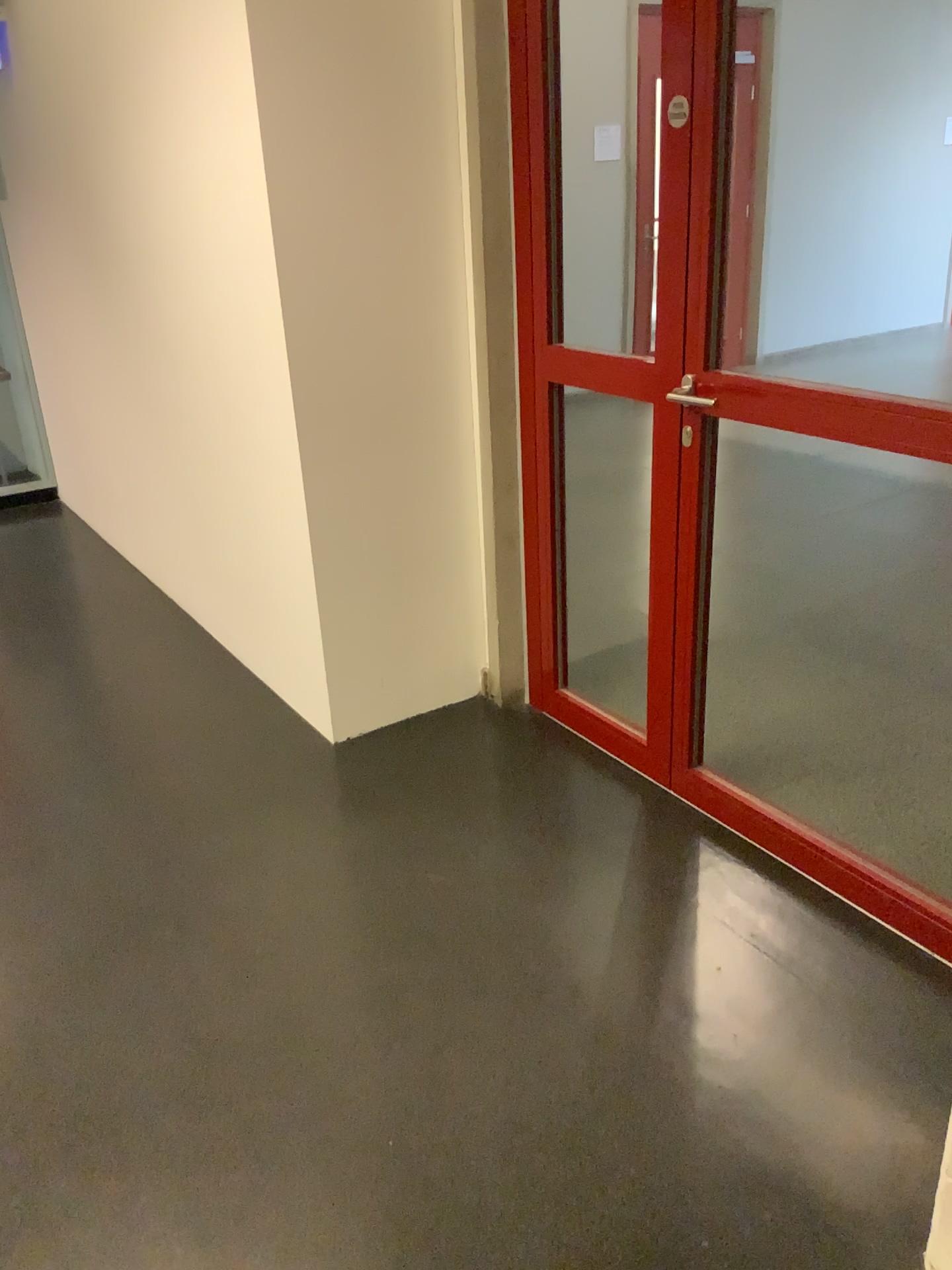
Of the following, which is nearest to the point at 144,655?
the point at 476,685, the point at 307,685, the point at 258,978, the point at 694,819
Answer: the point at 307,685
